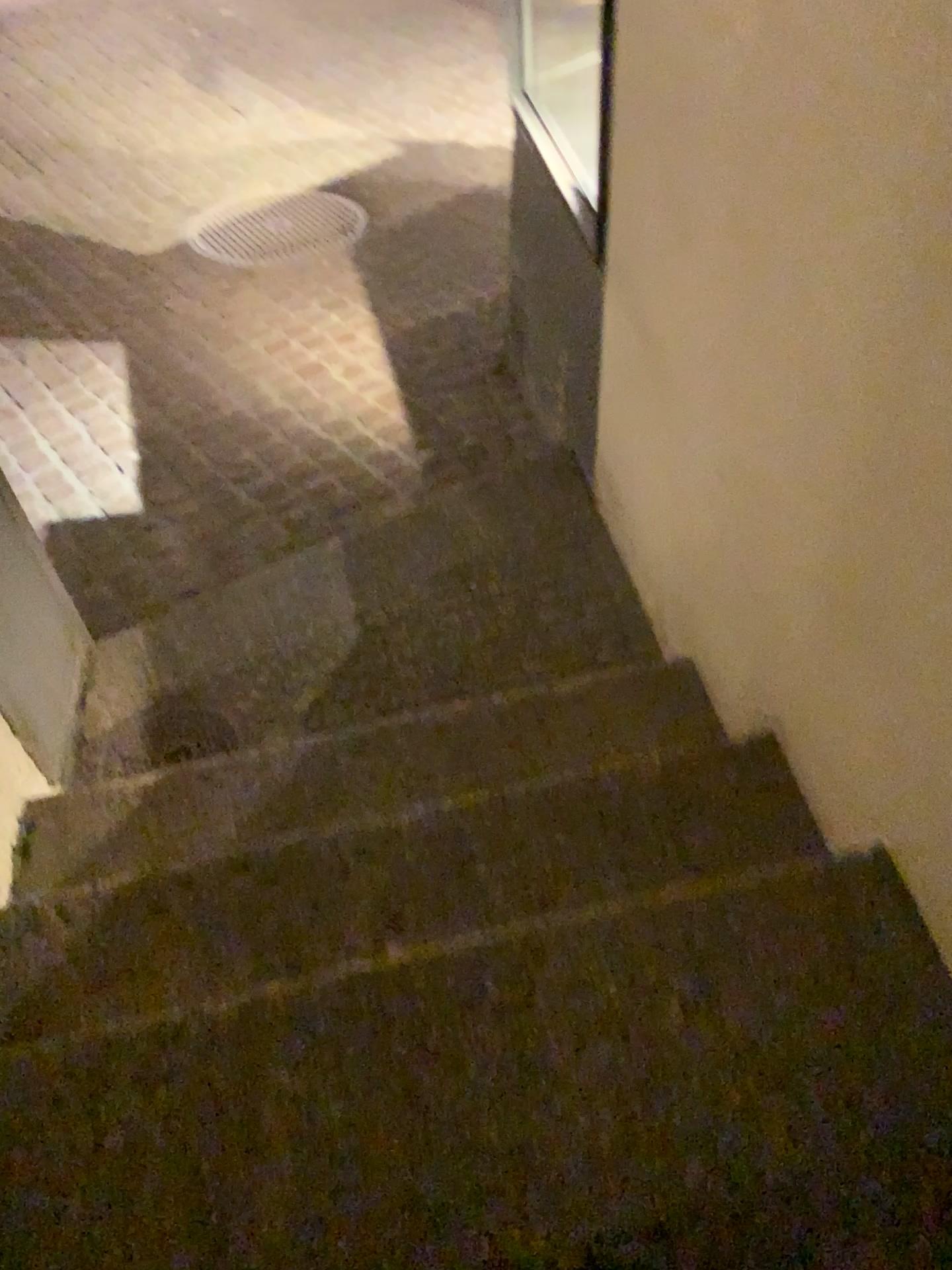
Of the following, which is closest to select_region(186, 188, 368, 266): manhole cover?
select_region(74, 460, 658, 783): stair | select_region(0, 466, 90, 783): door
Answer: select_region(74, 460, 658, 783): stair

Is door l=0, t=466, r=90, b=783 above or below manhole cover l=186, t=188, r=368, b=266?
above

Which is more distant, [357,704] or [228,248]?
[228,248]

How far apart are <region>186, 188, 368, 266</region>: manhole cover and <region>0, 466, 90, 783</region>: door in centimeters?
231cm

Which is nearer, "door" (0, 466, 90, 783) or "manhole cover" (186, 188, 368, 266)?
"door" (0, 466, 90, 783)

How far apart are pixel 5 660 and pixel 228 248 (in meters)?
2.73

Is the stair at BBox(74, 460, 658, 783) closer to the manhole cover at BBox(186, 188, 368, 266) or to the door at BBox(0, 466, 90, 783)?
the door at BBox(0, 466, 90, 783)

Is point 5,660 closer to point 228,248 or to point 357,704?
point 357,704

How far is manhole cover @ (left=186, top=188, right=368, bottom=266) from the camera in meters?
4.2 m

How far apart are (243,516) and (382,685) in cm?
86
